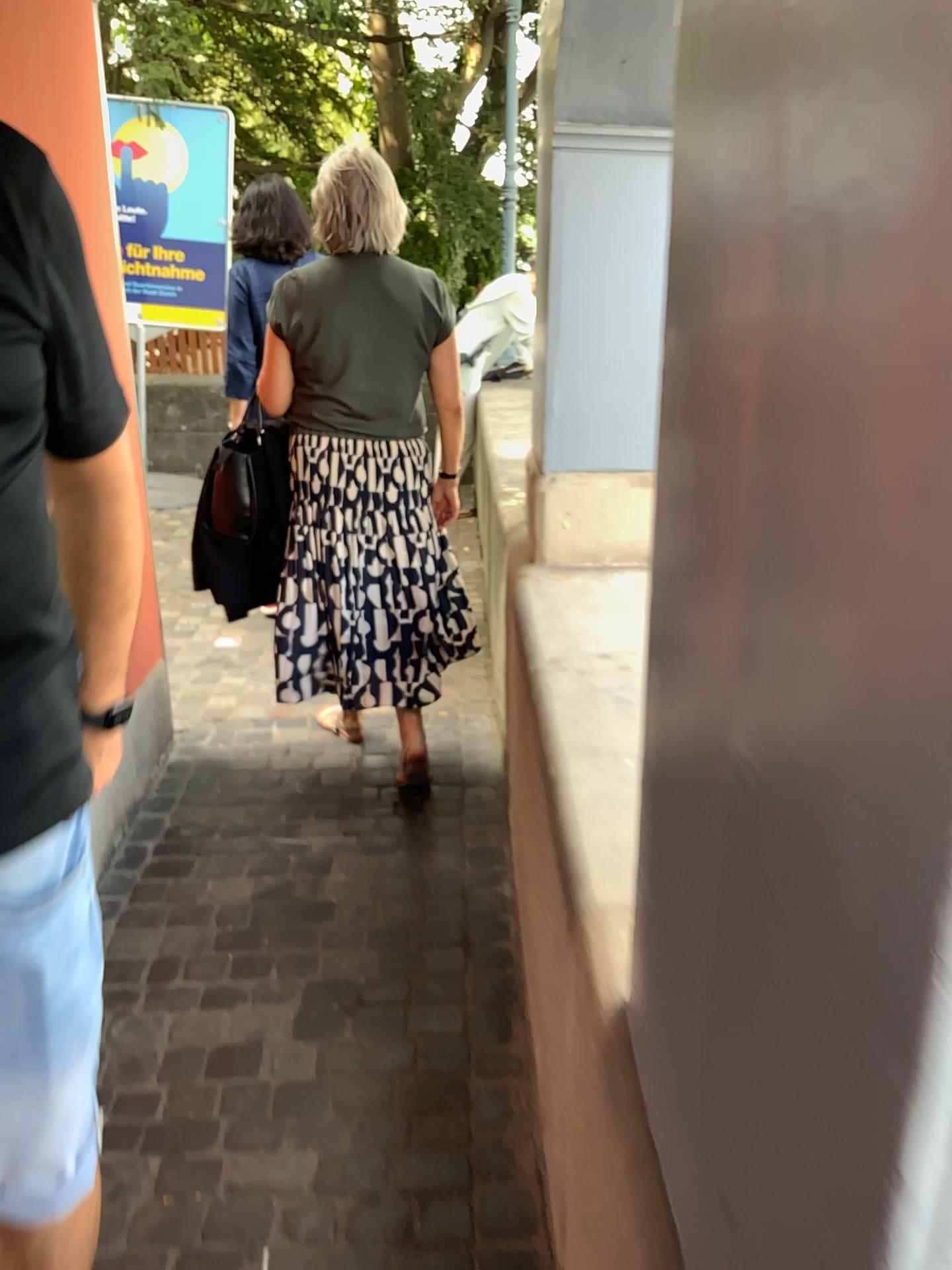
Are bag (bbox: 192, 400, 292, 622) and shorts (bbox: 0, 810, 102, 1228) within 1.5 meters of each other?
no

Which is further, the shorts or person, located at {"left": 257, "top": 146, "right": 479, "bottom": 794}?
person, located at {"left": 257, "top": 146, "right": 479, "bottom": 794}

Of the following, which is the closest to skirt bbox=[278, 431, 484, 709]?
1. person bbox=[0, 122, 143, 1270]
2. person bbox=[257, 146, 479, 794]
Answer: person bbox=[257, 146, 479, 794]

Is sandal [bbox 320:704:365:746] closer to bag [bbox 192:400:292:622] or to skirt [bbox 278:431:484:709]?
skirt [bbox 278:431:484:709]

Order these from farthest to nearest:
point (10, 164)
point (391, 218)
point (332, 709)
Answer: point (332, 709) → point (391, 218) → point (10, 164)

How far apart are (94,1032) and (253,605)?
1.90m

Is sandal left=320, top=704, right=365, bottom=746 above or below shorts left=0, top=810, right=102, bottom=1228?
below

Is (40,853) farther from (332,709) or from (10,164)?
→ (332,709)

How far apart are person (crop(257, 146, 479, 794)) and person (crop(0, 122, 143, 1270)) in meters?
1.5

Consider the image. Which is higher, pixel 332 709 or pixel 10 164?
pixel 10 164
